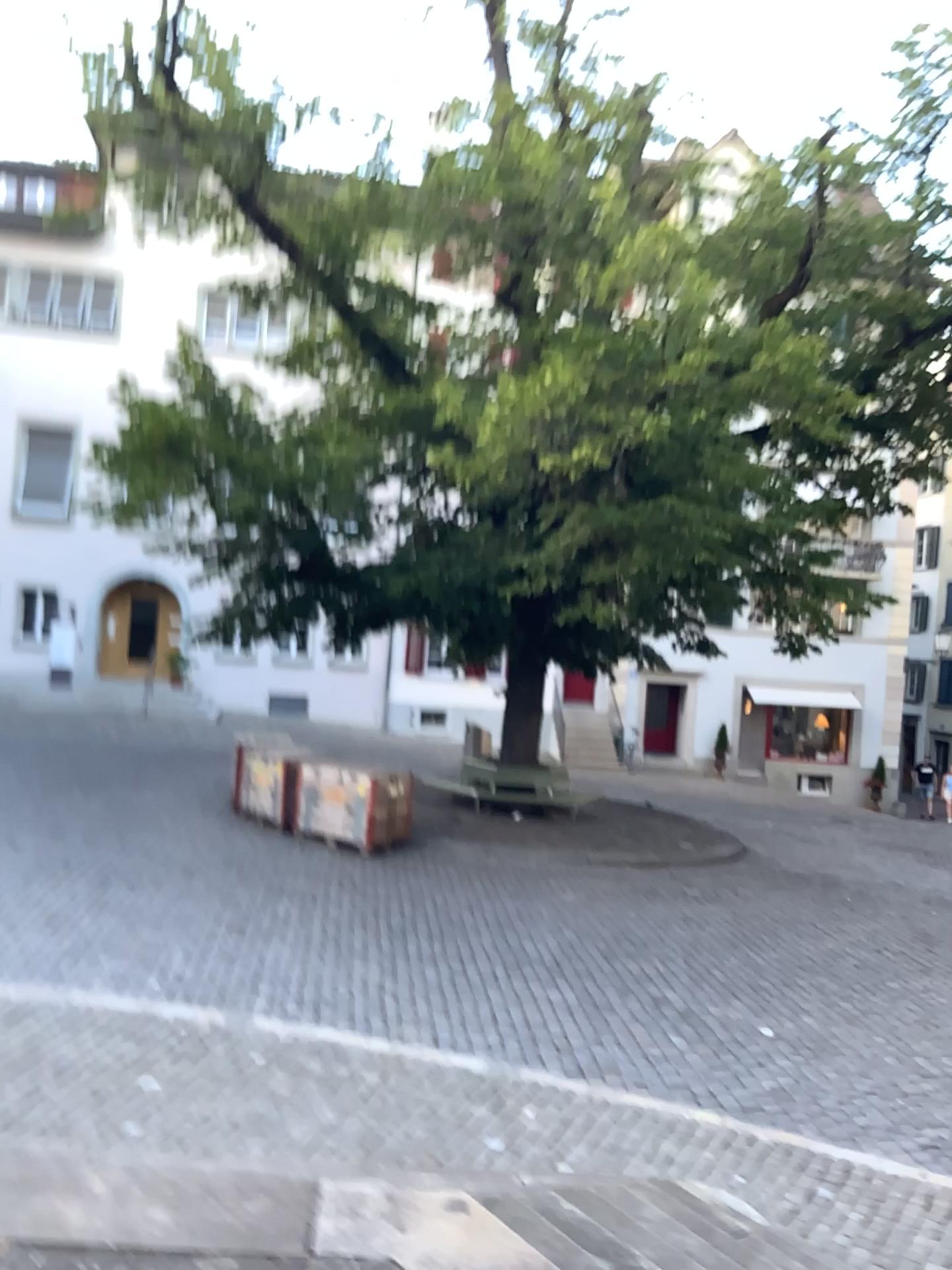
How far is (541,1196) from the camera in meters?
3.5
